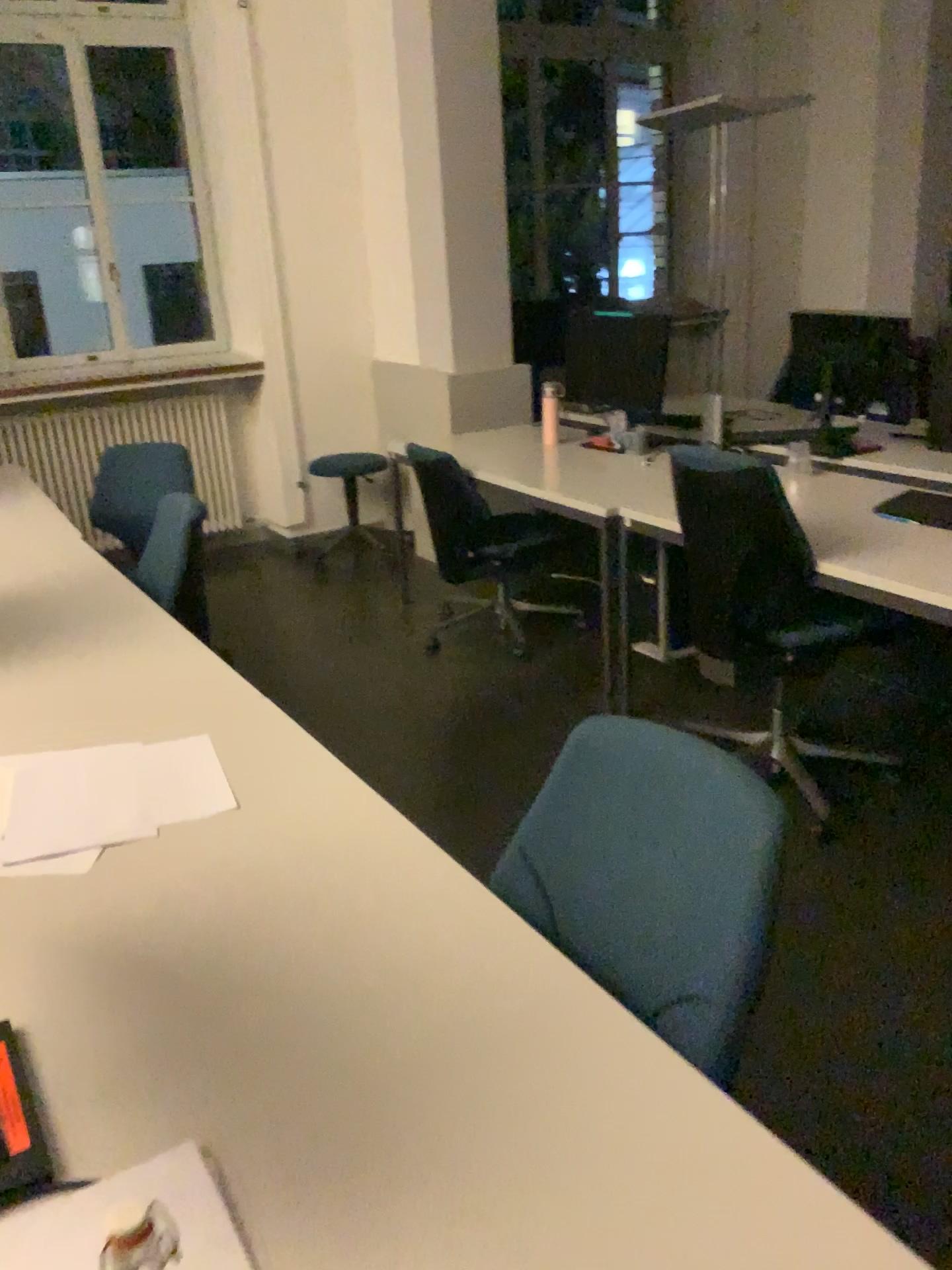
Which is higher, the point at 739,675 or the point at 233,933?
the point at 233,933

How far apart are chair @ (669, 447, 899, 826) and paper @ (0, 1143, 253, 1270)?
2.0m

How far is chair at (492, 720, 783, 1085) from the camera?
1.1m

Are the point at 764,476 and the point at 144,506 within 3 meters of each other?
yes

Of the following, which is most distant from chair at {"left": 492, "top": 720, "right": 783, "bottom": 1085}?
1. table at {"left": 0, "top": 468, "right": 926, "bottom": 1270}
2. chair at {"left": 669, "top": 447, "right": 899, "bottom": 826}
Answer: chair at {"left": 669, "top": 447, "right": 899, "bottom": 826}

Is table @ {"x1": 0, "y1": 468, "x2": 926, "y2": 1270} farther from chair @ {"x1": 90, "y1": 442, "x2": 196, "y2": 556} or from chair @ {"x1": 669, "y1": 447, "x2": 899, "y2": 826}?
chair @ {"x1": 90, "y1": 442, "x2": 196, "y2": 556}

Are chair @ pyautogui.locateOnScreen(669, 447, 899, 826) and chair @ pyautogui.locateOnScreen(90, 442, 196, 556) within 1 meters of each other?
no

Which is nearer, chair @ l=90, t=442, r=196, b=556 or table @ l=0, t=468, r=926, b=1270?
table @ l=0, t=468, r=926, b=1270

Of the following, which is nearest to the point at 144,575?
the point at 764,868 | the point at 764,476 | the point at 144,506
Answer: the point at 144,506

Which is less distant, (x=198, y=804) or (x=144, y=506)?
(x=198, y=804)
